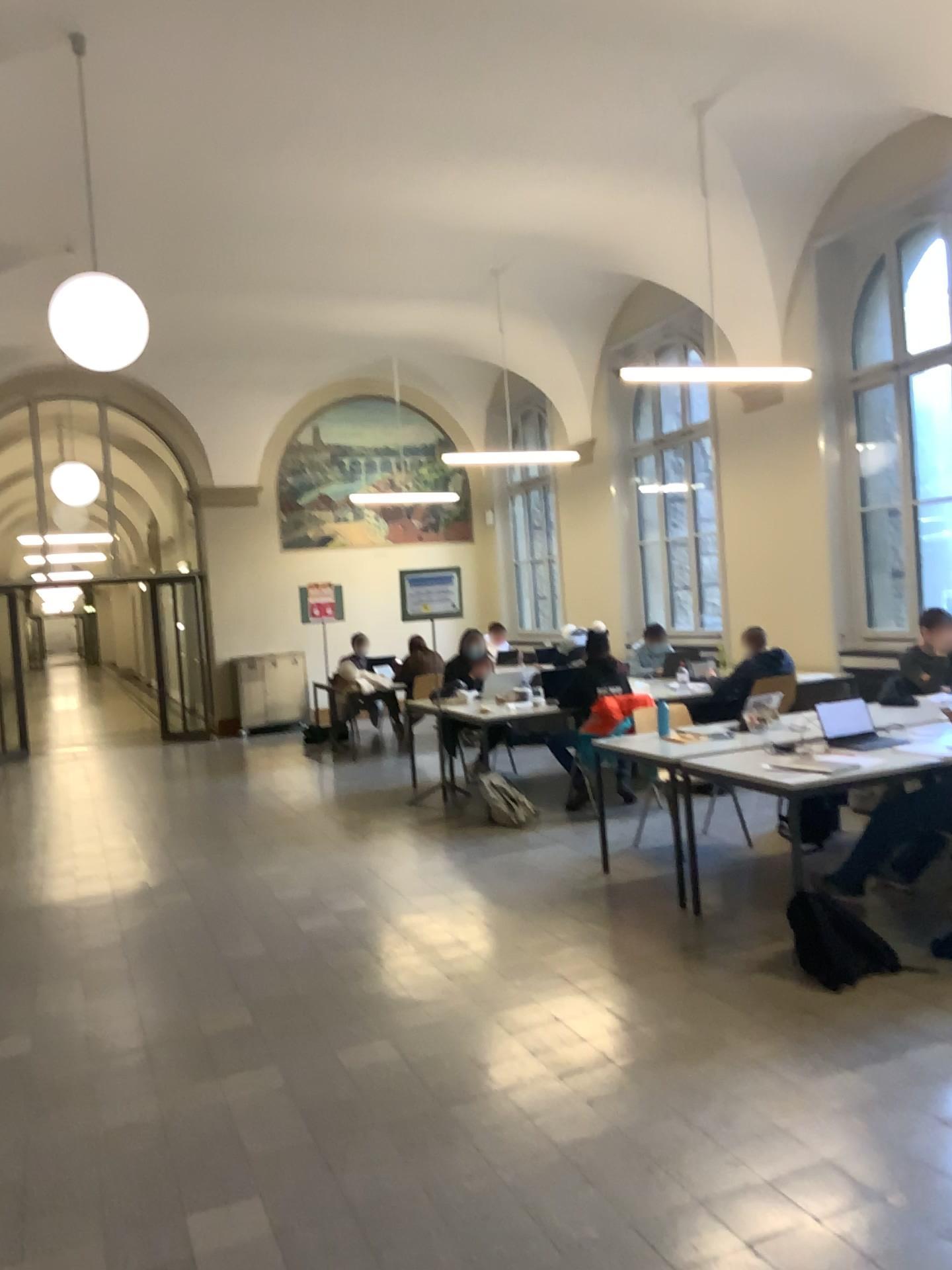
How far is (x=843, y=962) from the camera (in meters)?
3.83

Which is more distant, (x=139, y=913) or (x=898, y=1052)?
(x=139, y=913)

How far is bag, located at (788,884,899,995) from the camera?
3.8 meters
